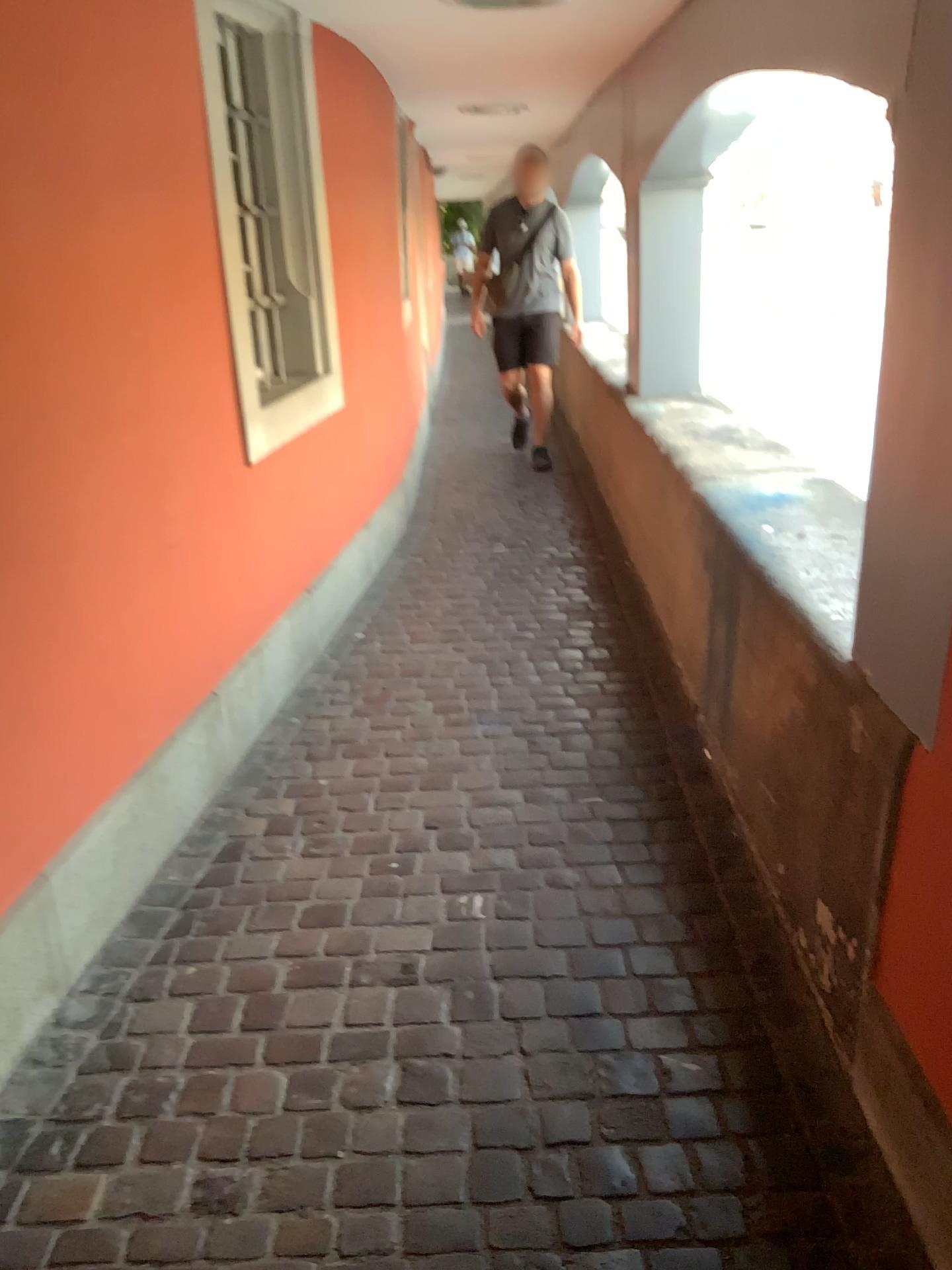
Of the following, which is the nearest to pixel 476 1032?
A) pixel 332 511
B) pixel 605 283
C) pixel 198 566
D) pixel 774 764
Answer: pixel 774 764
